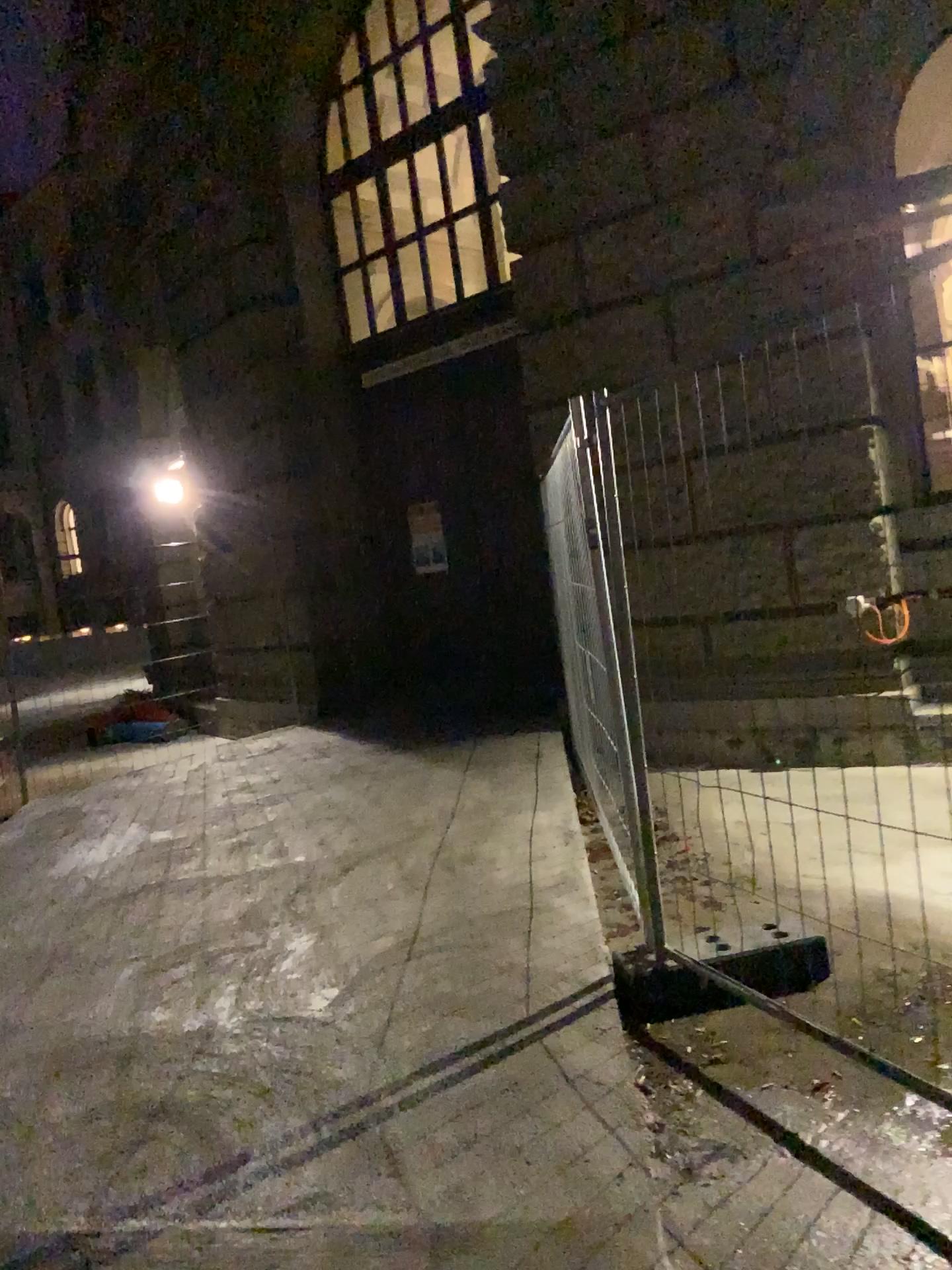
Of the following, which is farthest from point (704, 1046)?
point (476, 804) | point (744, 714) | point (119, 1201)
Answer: point (476, 804)
